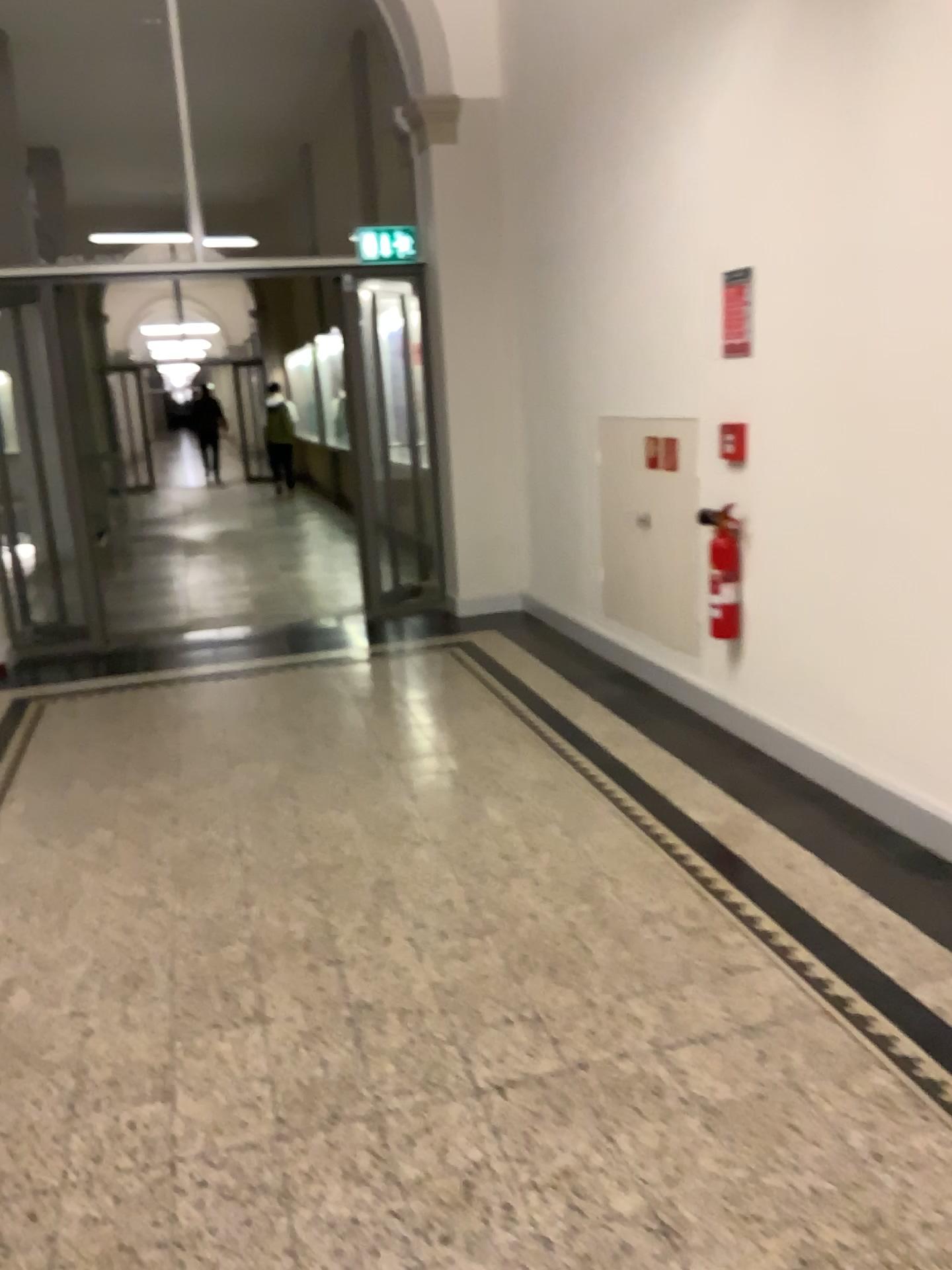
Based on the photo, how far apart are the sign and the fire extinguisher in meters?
0.6 m

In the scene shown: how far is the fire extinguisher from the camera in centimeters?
402cm

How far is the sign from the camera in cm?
381

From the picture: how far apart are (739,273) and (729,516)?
0.9 meters

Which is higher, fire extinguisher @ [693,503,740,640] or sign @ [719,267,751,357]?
sign @ [719,267,751,357]

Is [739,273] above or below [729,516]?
above

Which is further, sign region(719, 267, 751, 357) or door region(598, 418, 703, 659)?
door region(598, 418, 703, 659)

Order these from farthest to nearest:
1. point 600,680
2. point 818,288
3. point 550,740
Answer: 1. point 600,680
2. point 550,740
3. point 818,288

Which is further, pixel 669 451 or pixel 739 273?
pixel 669 451

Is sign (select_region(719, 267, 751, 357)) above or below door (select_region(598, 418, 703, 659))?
above
